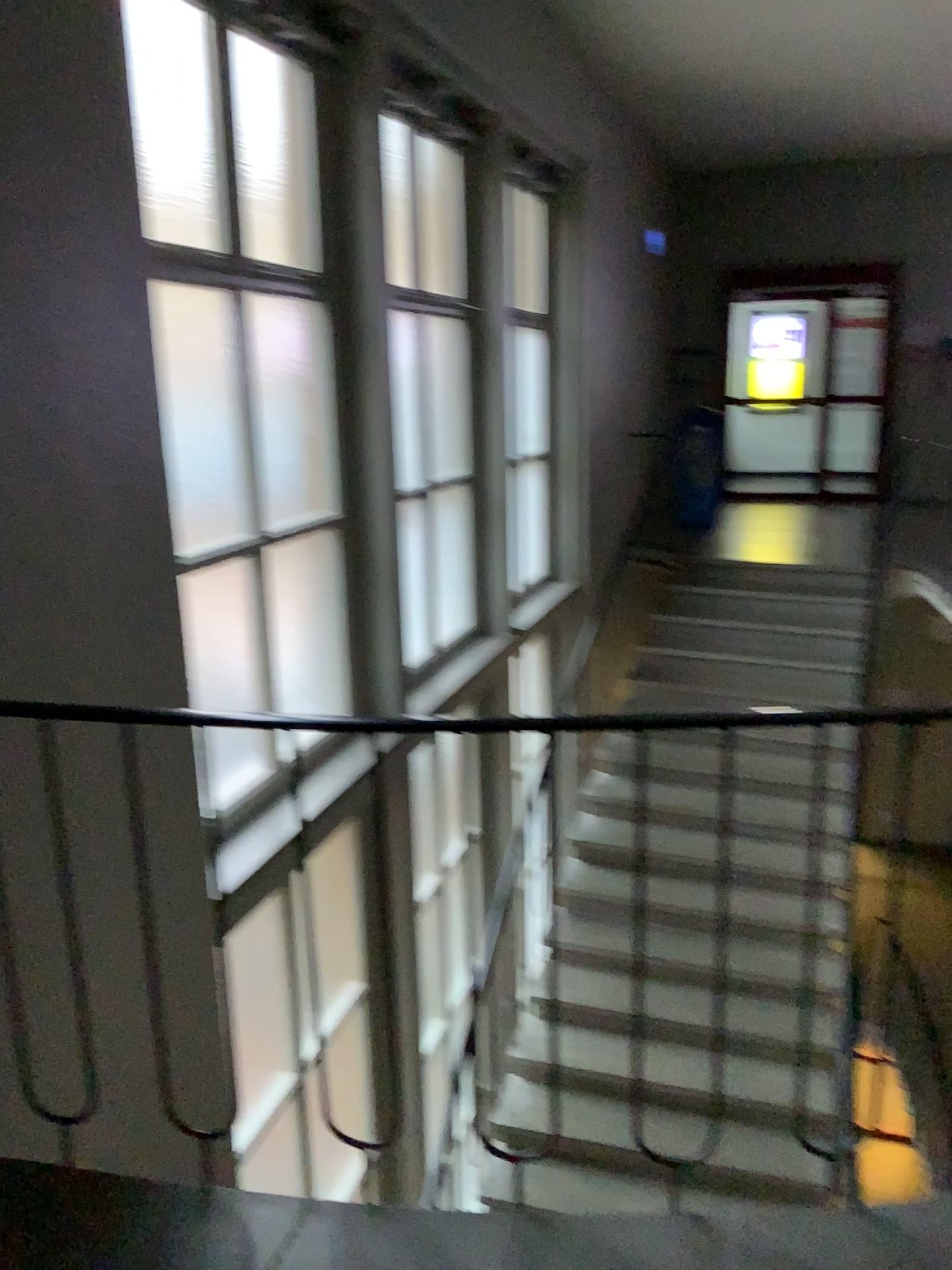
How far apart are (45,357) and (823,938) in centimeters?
187cm
